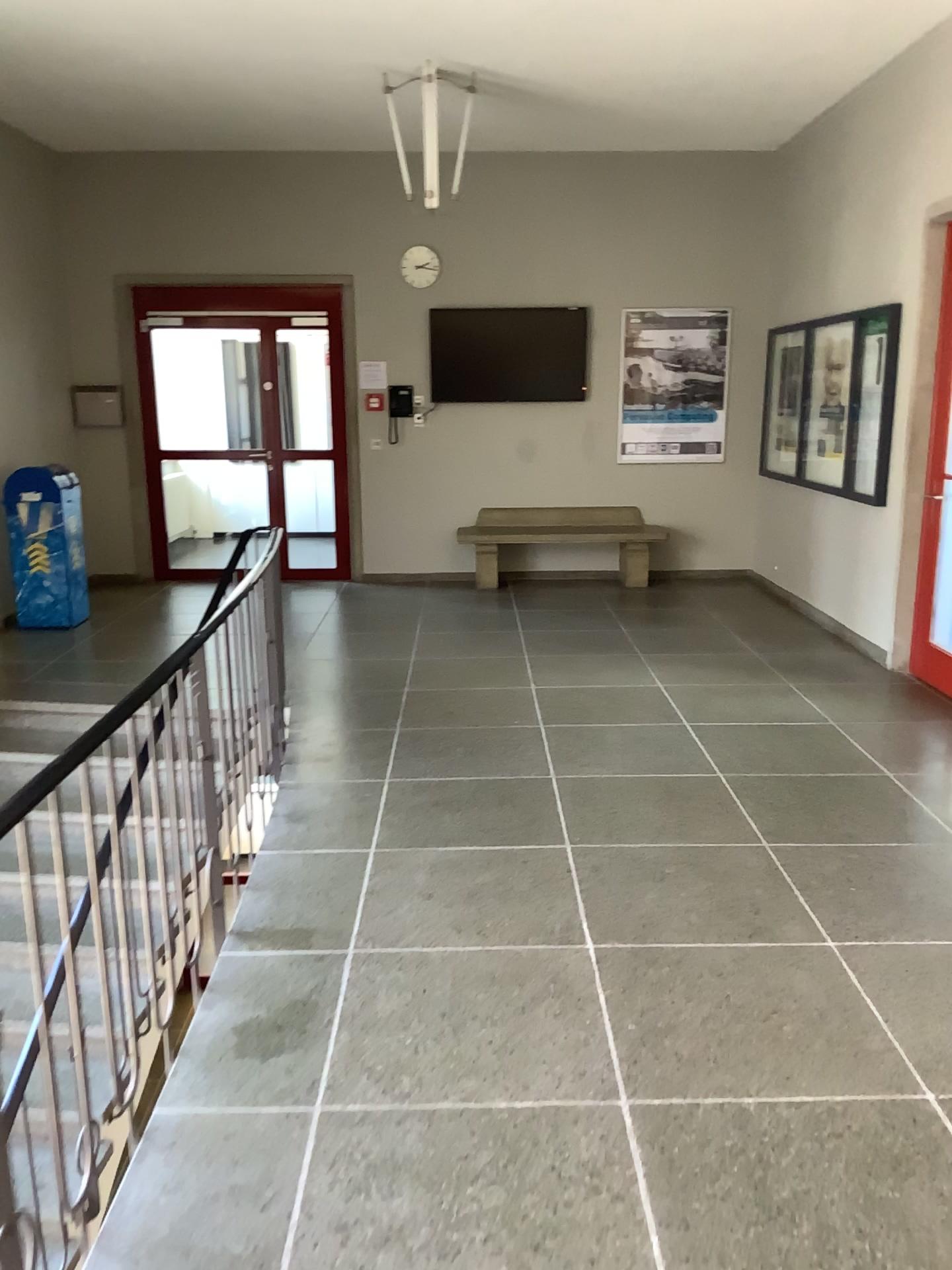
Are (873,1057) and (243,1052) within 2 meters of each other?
yes
